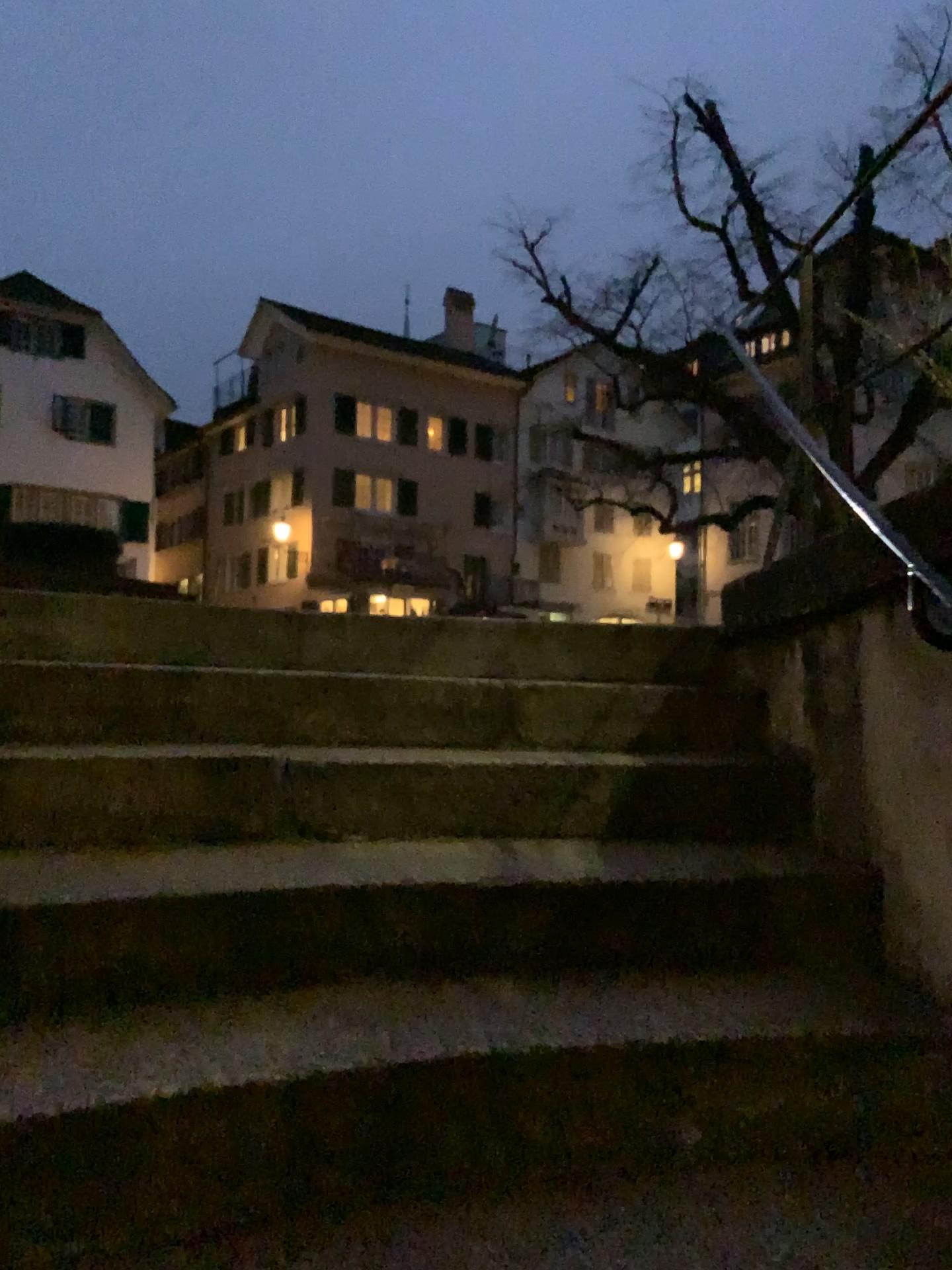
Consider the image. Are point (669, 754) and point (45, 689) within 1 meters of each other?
no
